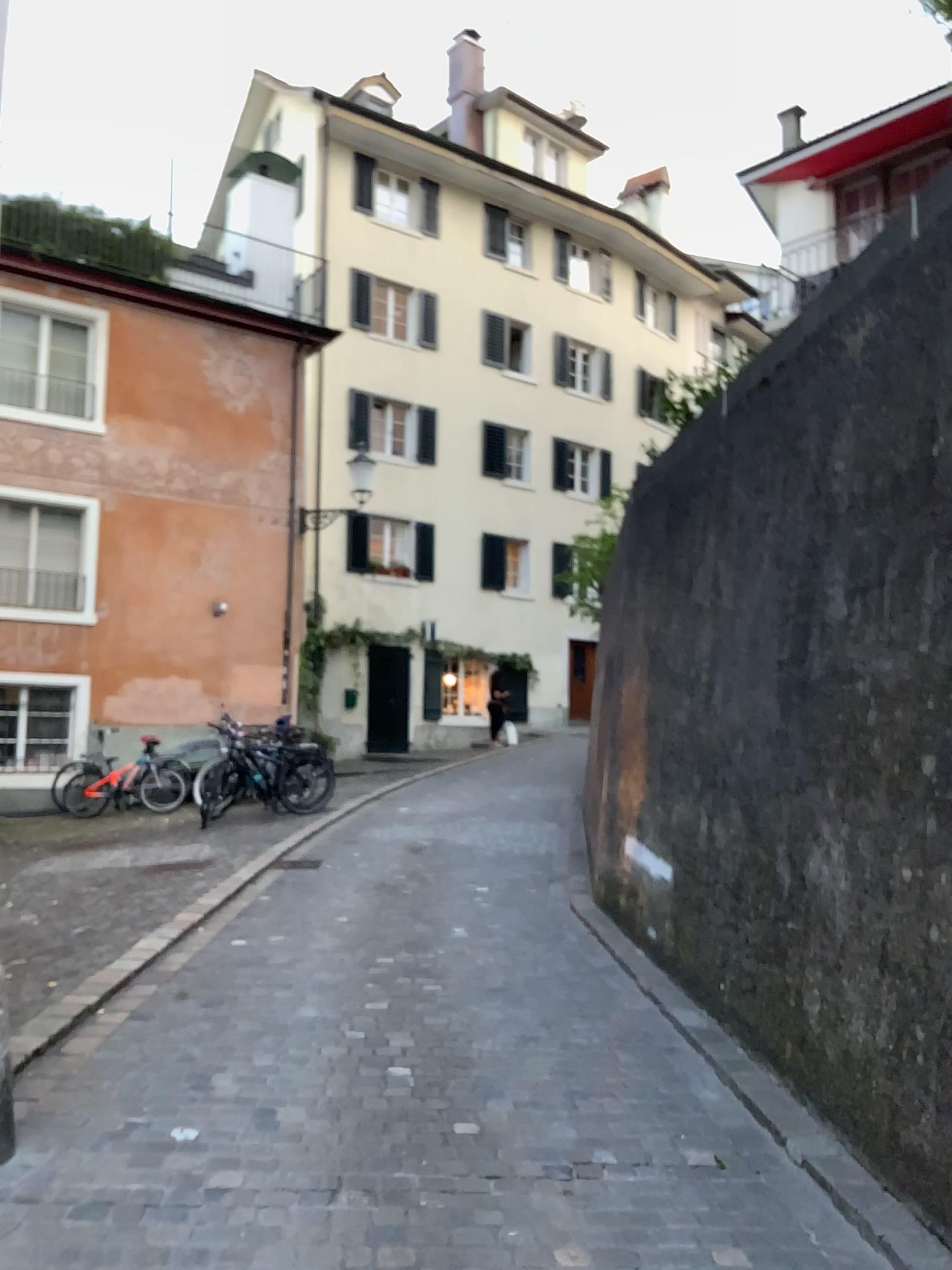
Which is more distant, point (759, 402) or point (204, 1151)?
point (759, 402)
